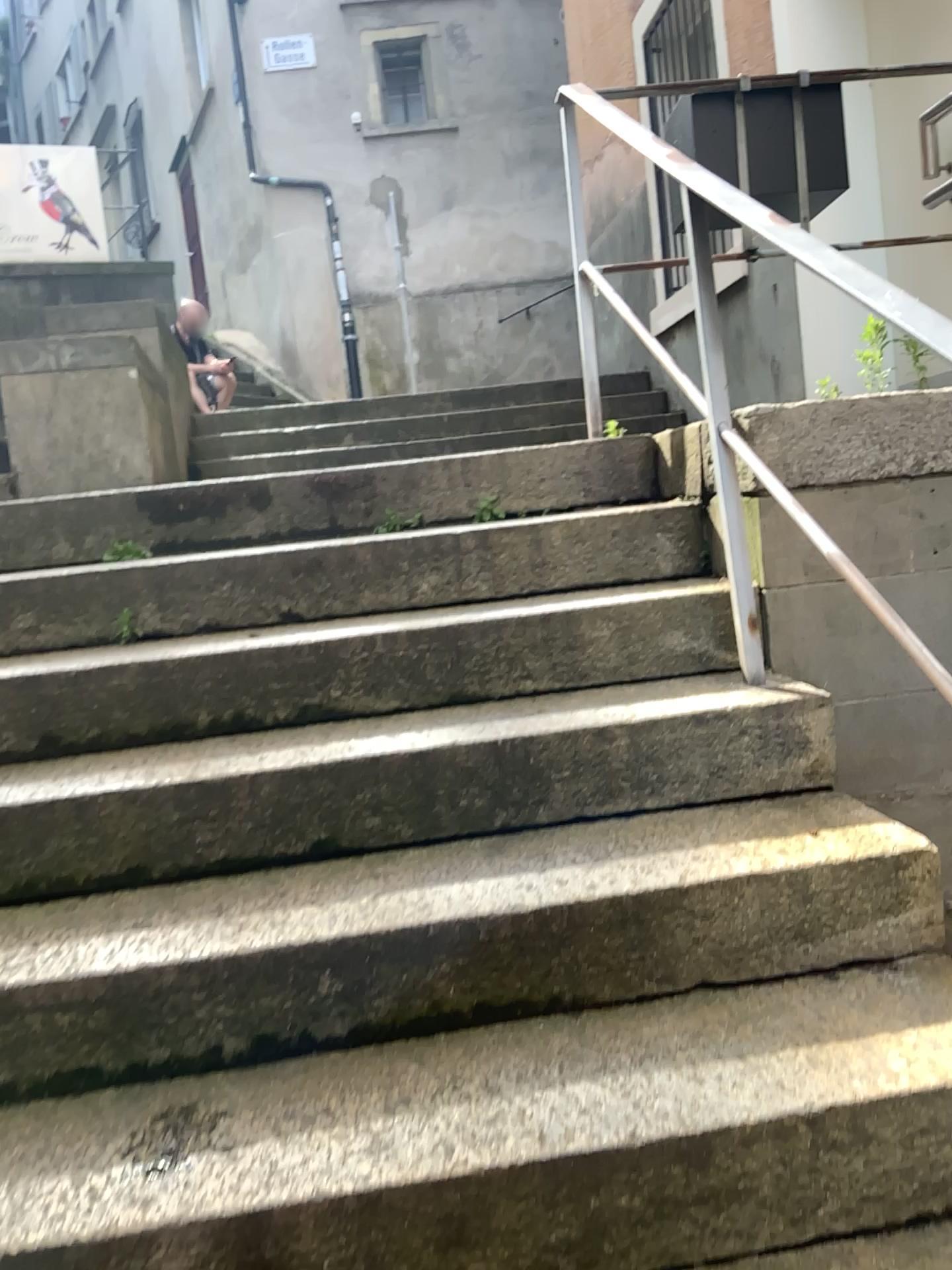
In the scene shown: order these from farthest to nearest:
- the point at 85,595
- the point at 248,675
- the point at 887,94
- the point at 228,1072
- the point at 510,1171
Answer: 1. the point at 887,94
2. the point at 85,595
3. the point at 248,675
4. the point at 228,1072
5. the point at 510,1171
